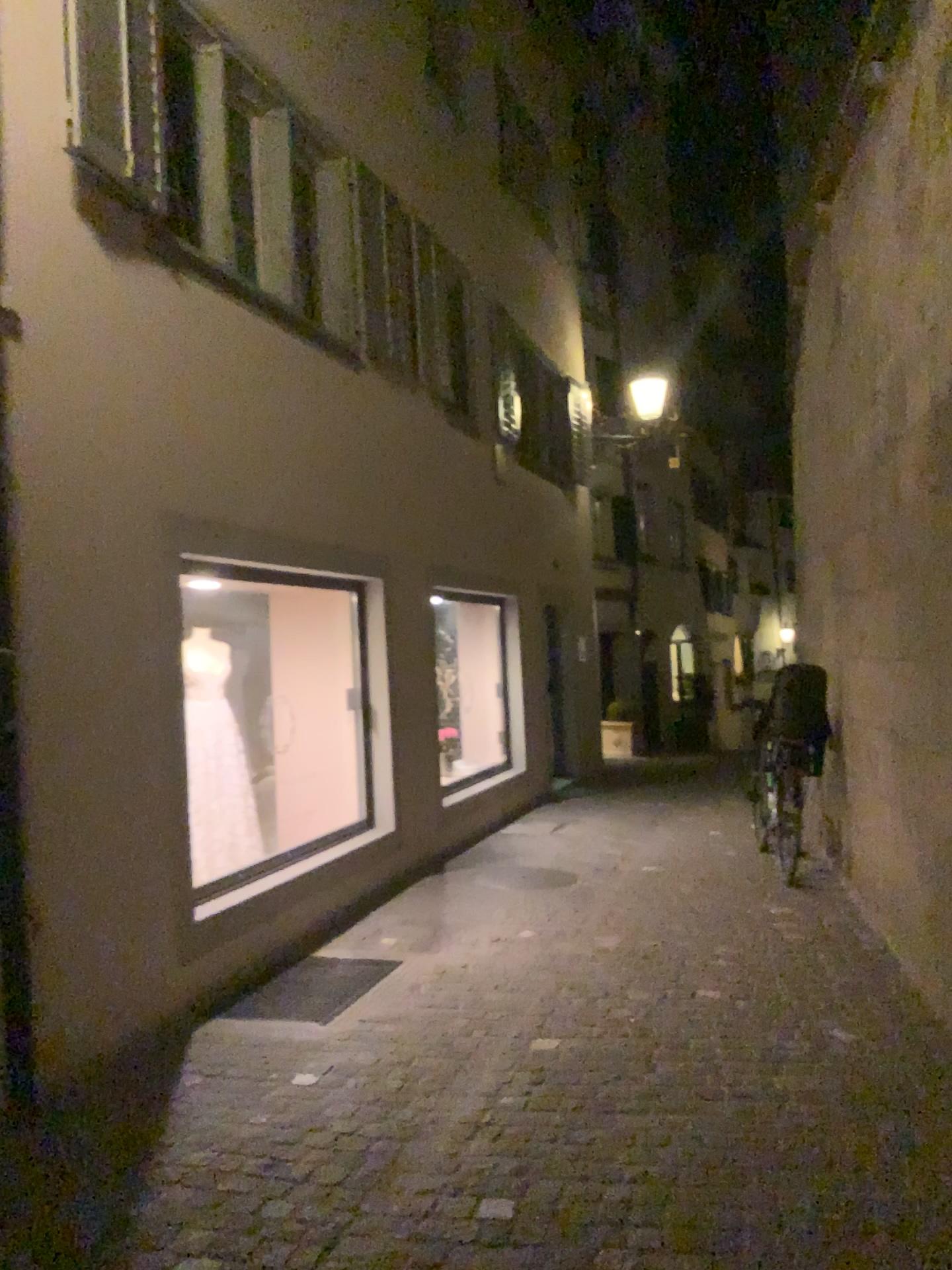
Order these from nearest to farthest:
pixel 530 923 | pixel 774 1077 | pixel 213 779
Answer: pixel 774 1077 < pixel 213 779 < pixel 530 923

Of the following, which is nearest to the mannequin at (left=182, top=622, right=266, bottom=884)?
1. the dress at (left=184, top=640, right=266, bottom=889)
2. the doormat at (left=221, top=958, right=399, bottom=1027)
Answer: the dress at (left=184, top=640, right=266, bottom=889)

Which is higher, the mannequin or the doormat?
the mannequin

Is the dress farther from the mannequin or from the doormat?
the doormat

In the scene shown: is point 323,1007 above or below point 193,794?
below

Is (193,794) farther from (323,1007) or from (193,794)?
(323,1007)

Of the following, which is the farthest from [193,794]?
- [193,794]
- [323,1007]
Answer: [323,1007]

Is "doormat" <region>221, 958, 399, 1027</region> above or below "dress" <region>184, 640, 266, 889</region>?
below
